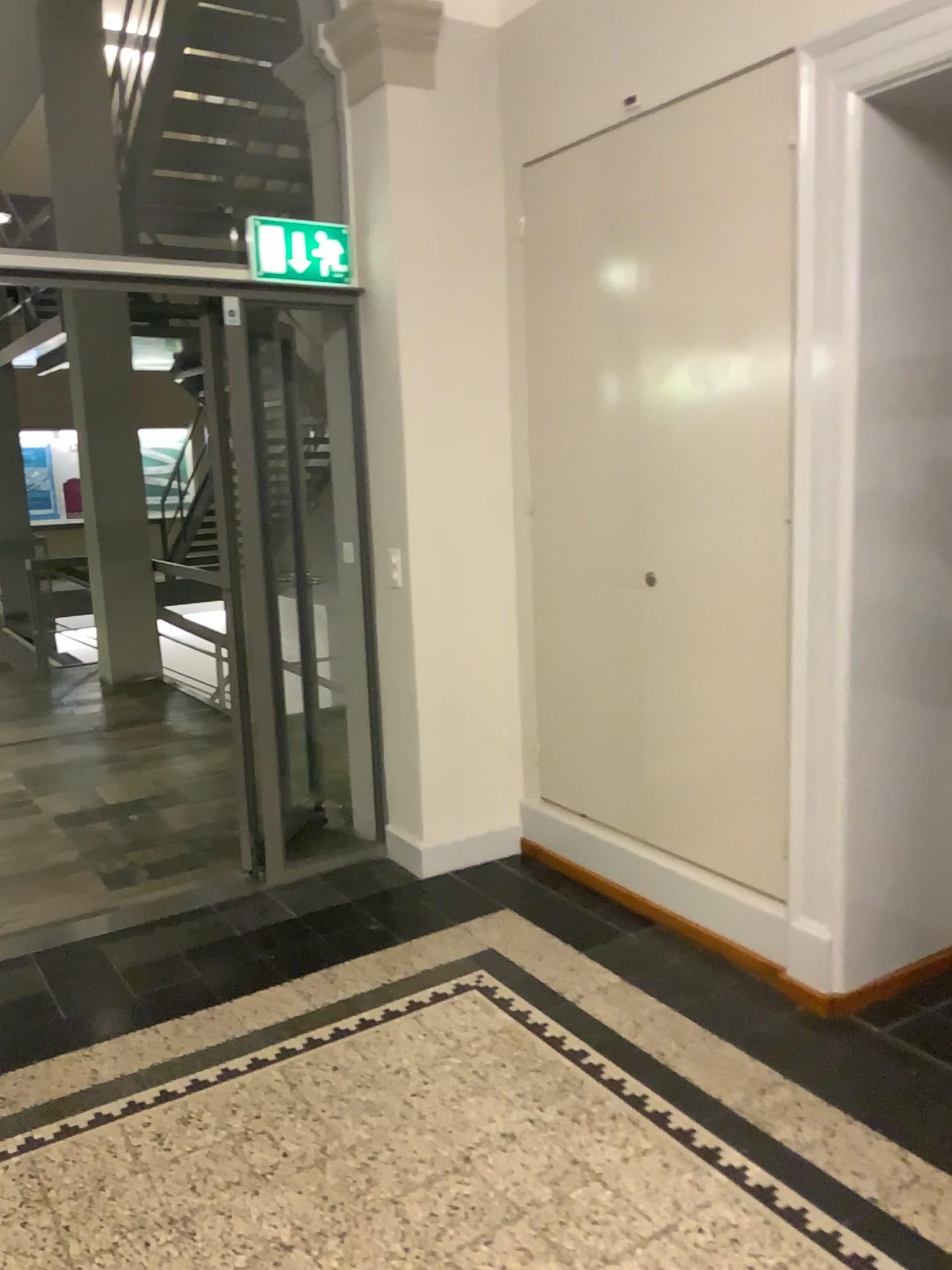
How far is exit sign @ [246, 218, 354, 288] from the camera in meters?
3.5

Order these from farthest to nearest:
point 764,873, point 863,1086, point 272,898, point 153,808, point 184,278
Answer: point 153,808 → point 272,898 → point 184,278 → point 764,873 → point 863,1086

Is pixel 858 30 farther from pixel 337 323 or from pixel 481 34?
pixel 337 323

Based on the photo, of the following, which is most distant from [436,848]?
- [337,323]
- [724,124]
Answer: [724,124]

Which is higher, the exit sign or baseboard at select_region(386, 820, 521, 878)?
the exit sign

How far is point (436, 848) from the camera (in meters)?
3.88

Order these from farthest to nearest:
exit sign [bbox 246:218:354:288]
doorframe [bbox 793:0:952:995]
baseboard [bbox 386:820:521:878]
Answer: baseboard [bbox 386:820:521:878], exit sign [bbox 246:218:354:288], doorframe [bbox 793:0:952:995]

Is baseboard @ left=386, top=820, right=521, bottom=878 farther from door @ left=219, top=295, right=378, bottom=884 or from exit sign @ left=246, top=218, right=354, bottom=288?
exit sign @ left=246, top=218, right=354, bottom=288

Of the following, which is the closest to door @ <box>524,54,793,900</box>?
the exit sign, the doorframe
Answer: the doorframe

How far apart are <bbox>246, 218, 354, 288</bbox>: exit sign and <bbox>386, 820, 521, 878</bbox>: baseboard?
2.0 meters
